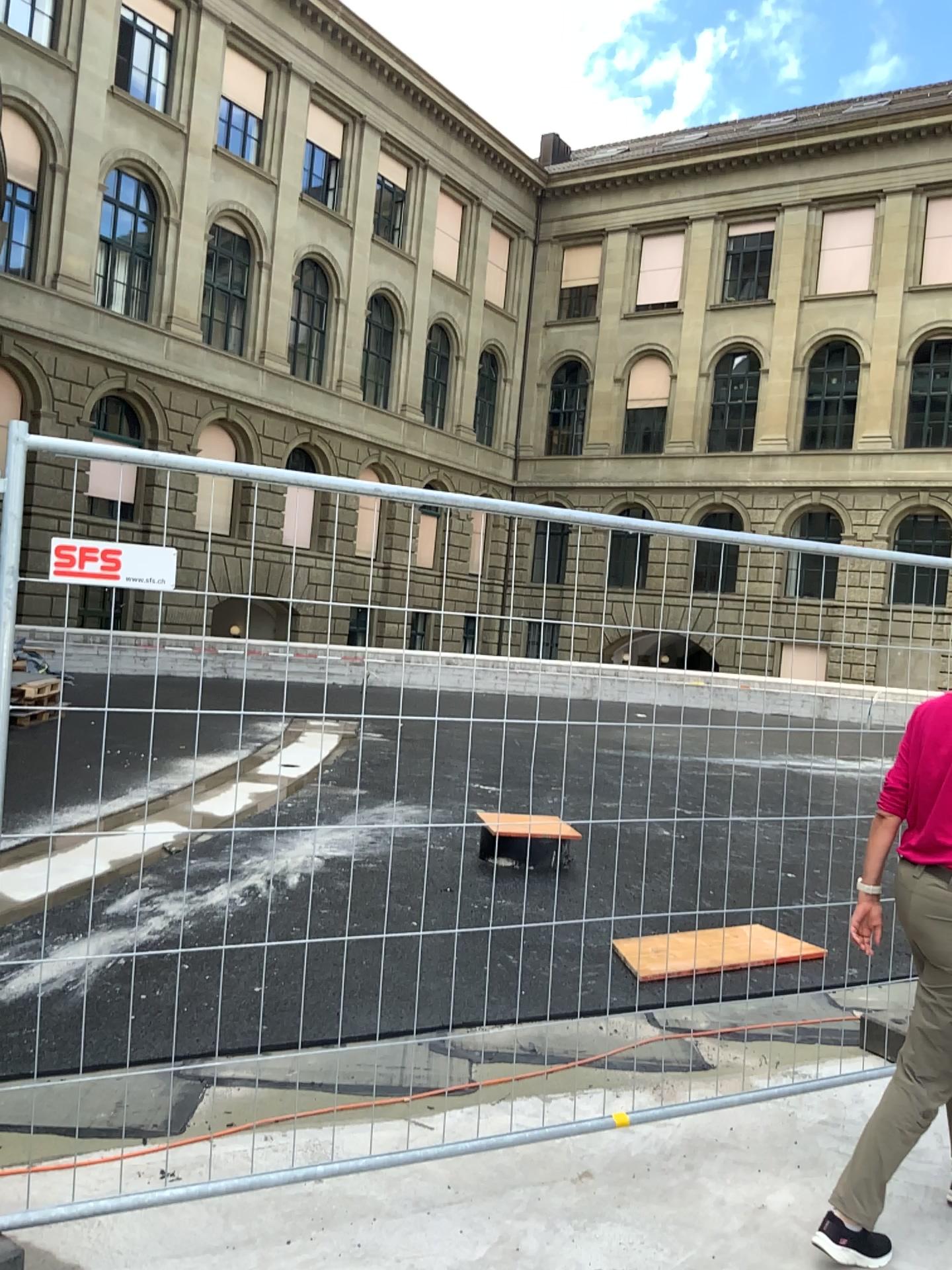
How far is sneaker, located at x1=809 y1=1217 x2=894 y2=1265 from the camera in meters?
2.7 m

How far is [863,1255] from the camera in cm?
272

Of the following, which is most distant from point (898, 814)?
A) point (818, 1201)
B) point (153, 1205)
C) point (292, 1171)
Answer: point (153, 1205)
